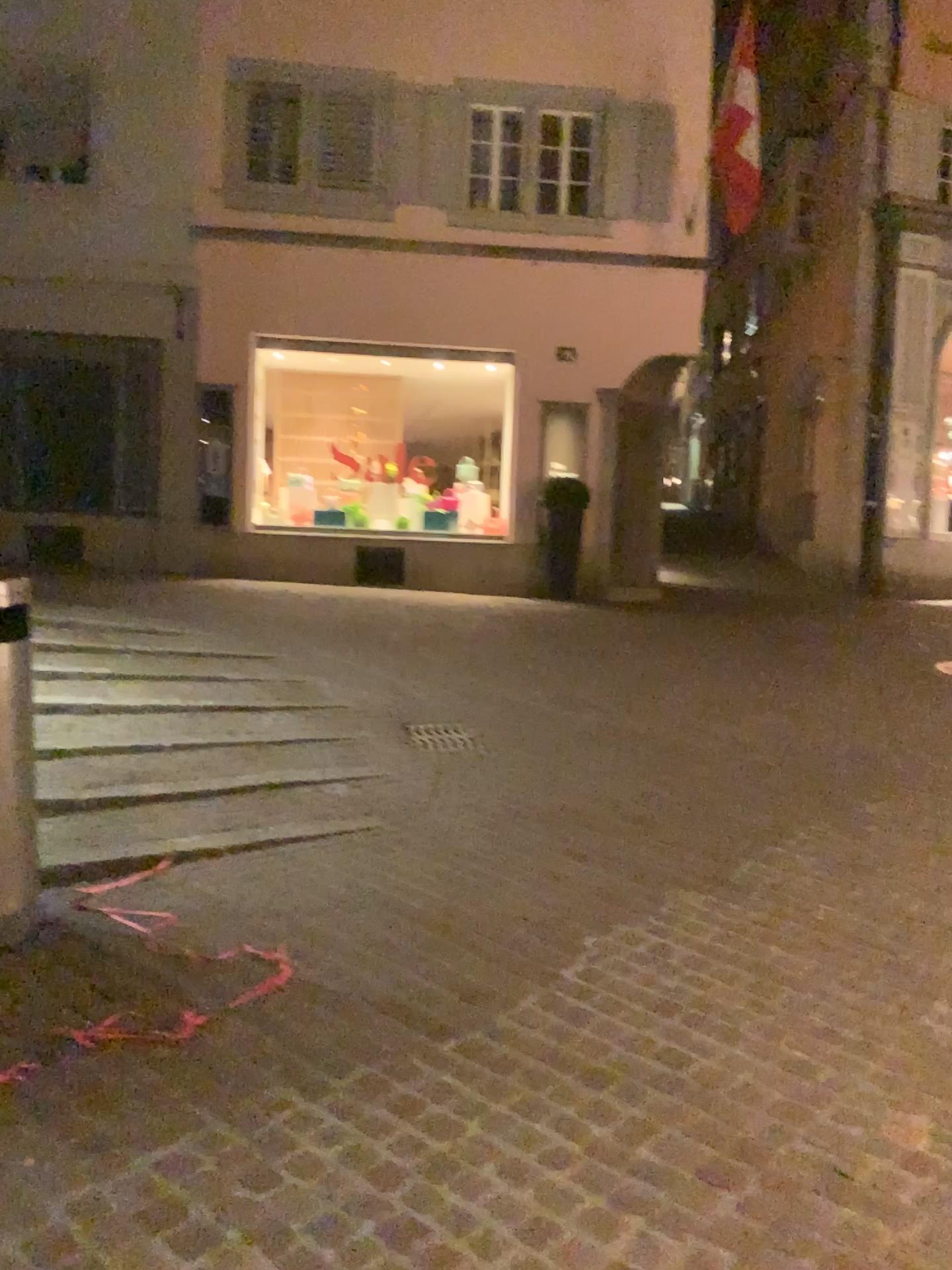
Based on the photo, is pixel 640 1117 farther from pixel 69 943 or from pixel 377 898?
pixel 69 943
